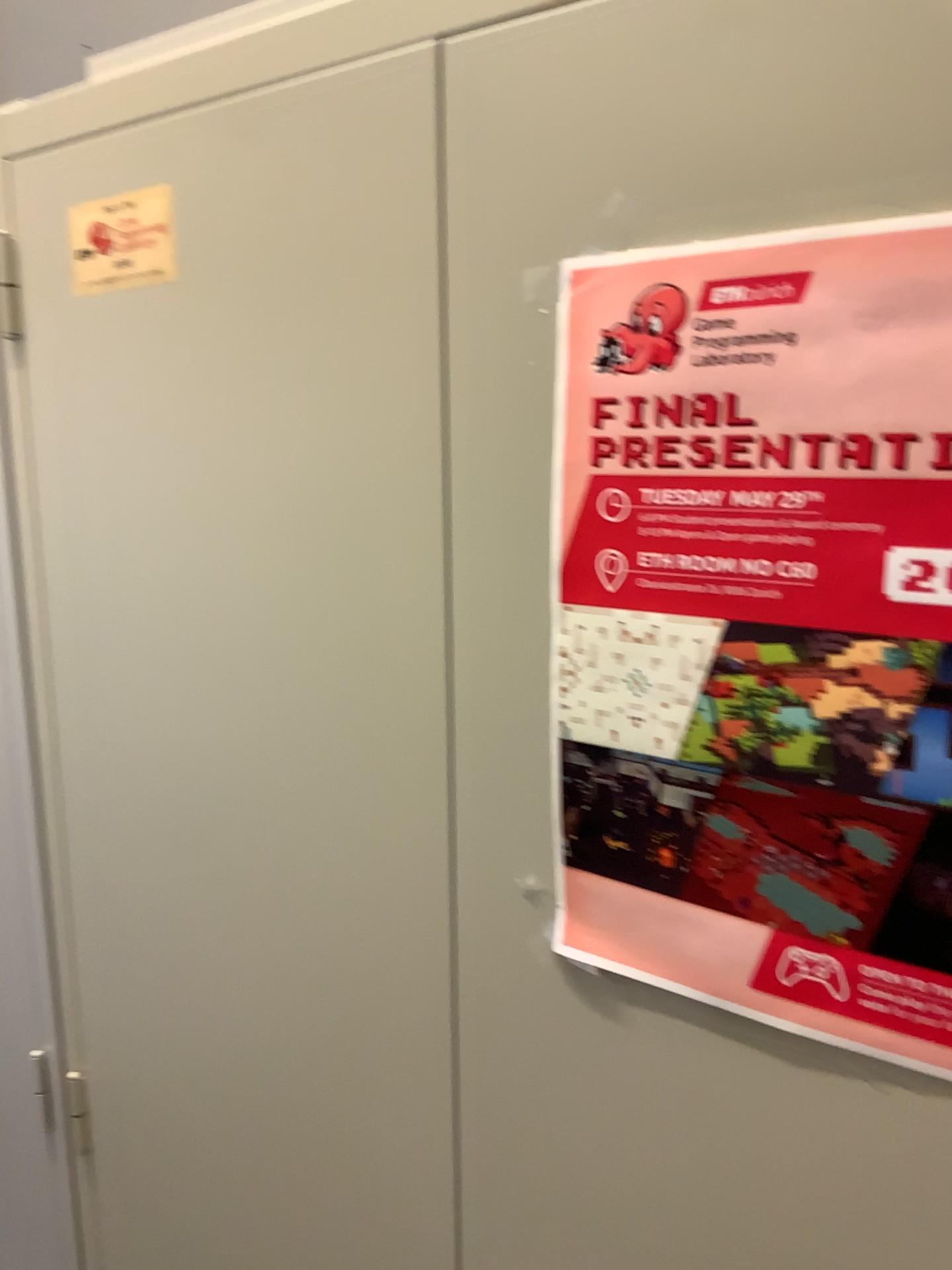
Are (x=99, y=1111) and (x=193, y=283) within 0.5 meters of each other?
no

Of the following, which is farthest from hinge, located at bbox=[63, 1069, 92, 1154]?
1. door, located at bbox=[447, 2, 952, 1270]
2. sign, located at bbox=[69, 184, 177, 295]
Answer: sign, located at bbox=[69, 184, 177, 295]

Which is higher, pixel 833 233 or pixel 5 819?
pixel 833 233

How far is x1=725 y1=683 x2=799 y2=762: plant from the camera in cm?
56

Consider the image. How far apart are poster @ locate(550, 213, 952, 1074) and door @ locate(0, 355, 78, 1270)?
0.61m

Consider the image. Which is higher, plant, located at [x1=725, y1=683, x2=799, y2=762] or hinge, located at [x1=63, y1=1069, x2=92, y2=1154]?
plant, located at [x1=725, y1=683, x2=799, y2=762]

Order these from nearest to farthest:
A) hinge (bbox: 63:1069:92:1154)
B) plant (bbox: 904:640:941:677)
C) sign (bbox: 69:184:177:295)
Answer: plant (bbox: 904:640:941:677)
sign (bbox: 69:184:177:295)
hinge (bbox: 63:1069:92:1154)

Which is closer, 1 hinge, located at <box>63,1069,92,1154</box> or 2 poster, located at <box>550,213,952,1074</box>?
2 poster, located at <box>550,213,952,1074</box>

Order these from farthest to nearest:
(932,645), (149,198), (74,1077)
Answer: (74,1077)
(149,198)
(932,645)

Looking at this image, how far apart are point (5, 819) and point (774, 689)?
0.8m
